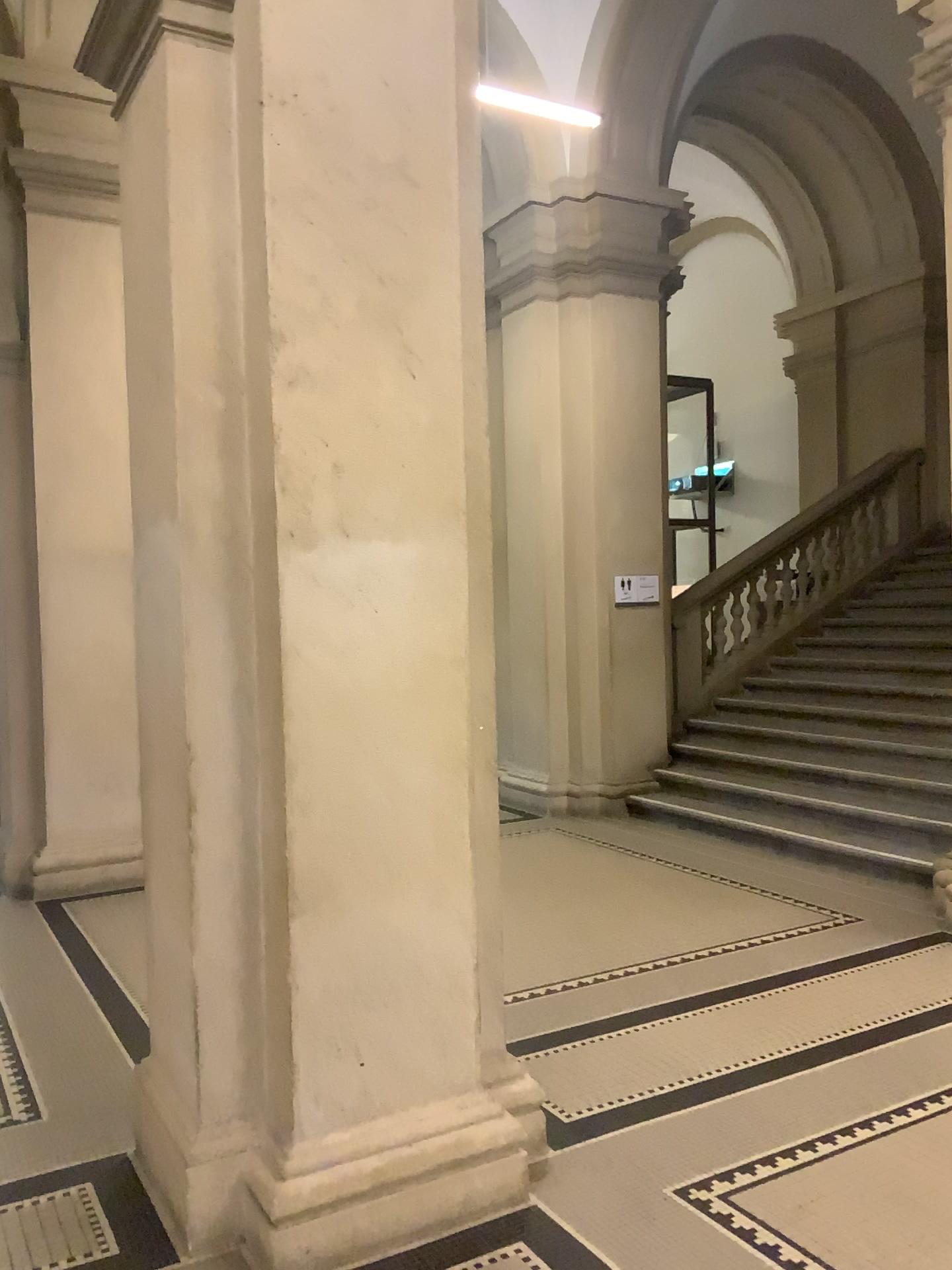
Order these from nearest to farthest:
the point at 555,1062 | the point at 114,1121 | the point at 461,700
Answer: the point at 461,700 → the point at 114,1121 → the point at 555,1062

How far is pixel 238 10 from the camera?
2.61m

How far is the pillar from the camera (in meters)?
2.61
